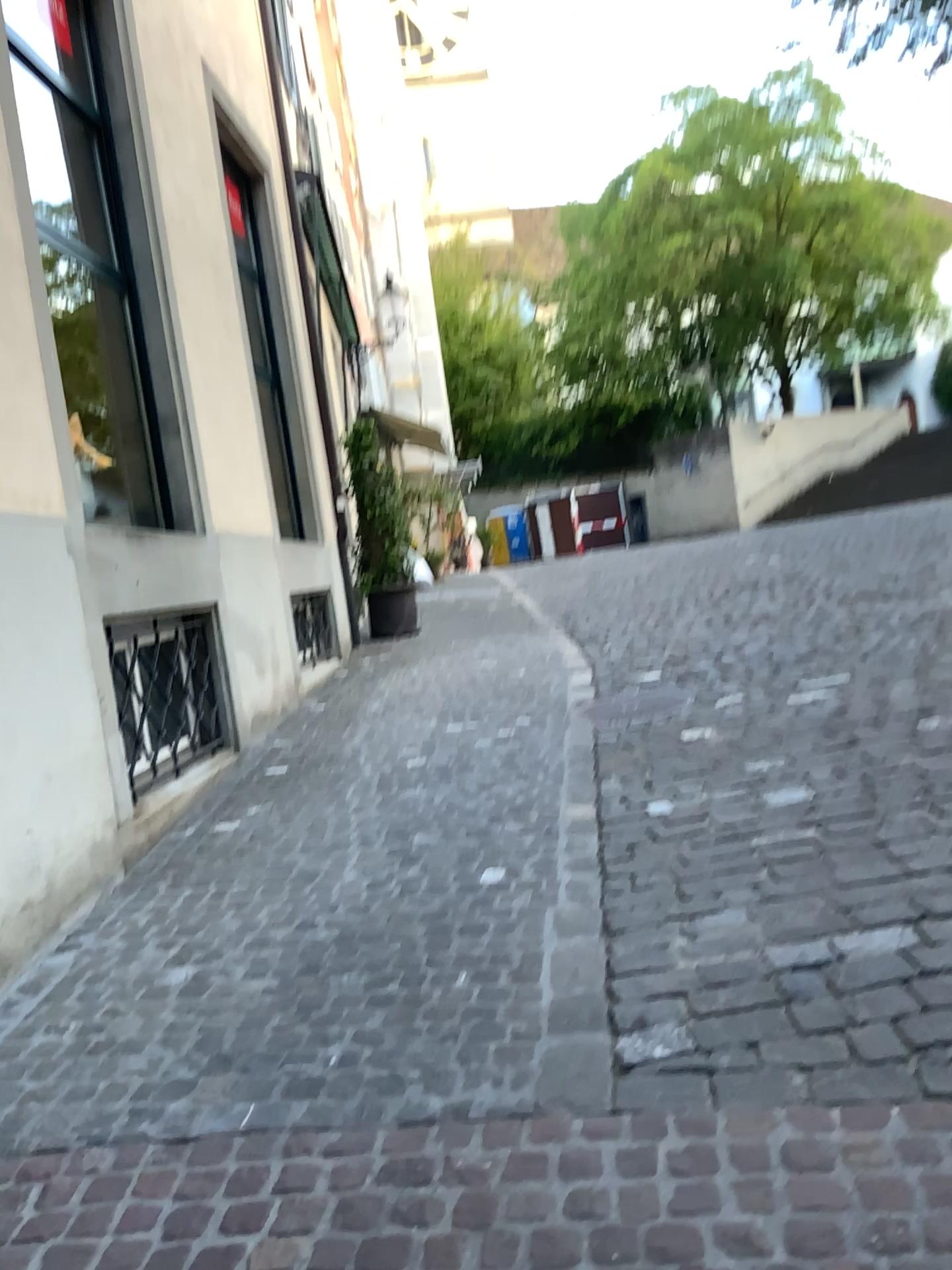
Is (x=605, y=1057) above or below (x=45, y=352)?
below
